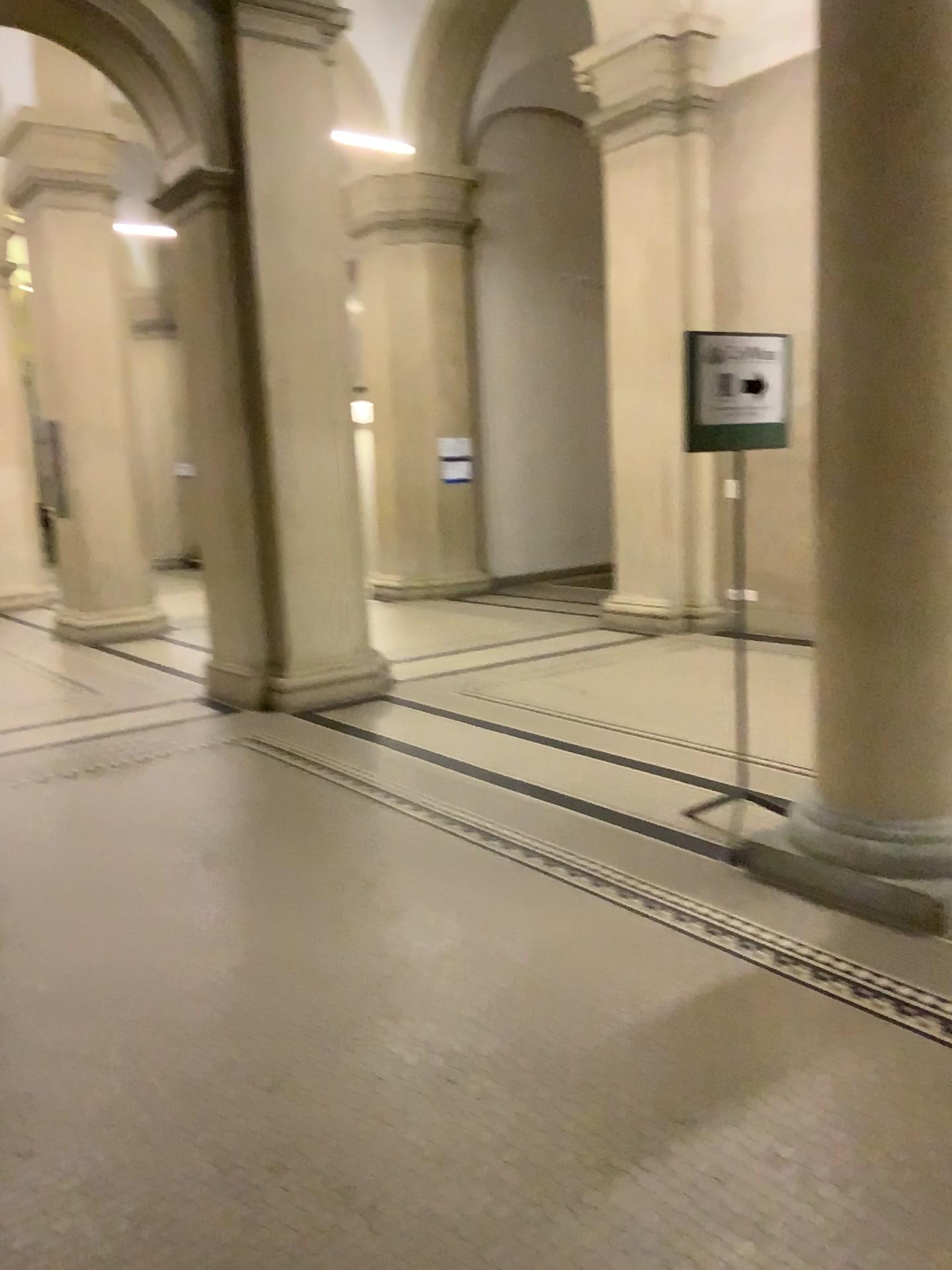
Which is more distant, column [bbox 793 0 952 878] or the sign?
the sign

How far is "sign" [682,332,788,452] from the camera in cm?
363

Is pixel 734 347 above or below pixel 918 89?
below

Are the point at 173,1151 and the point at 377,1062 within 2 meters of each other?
yes

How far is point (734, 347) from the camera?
3.63m

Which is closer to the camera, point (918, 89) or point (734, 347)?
point (918, 89)
